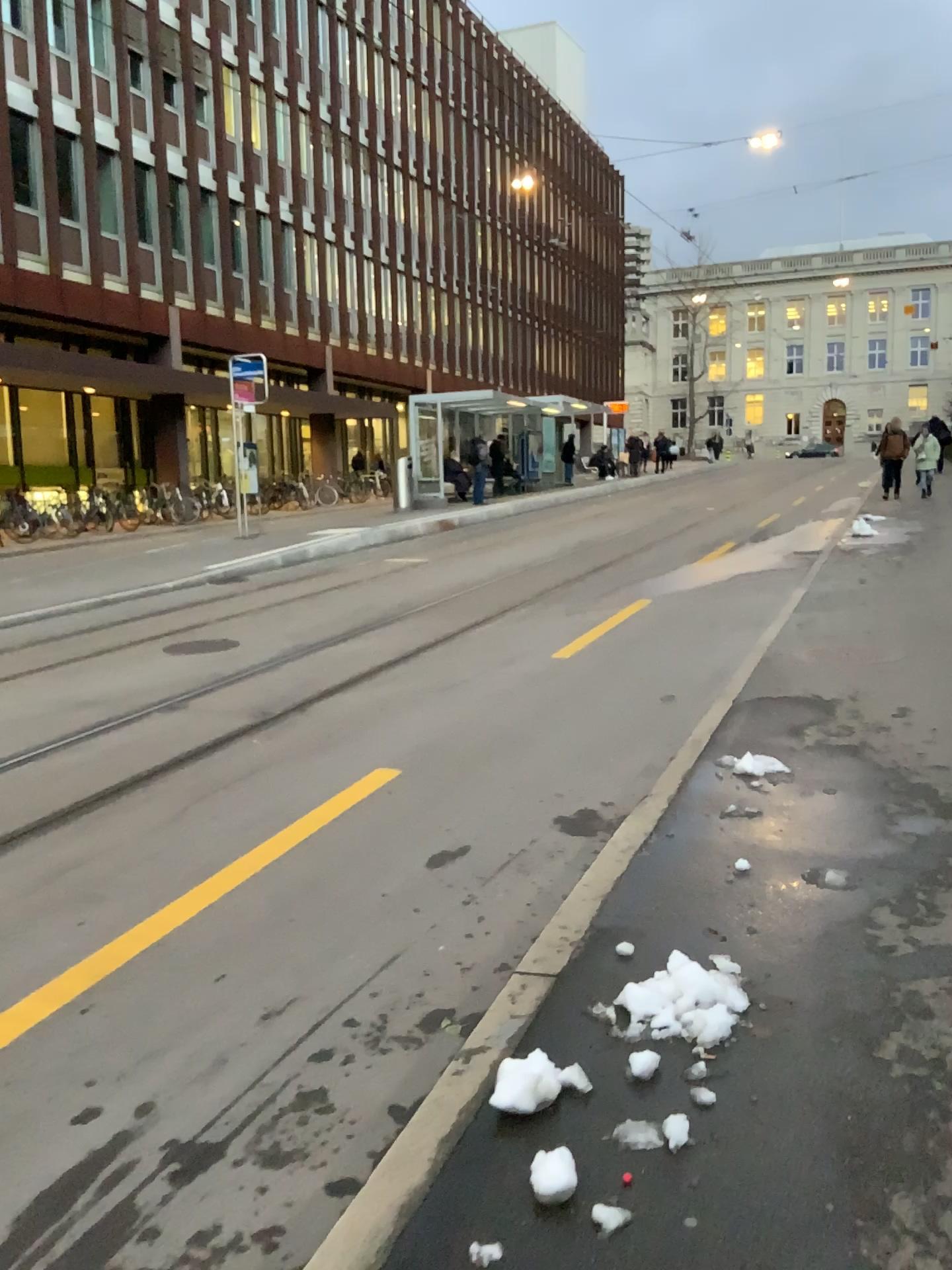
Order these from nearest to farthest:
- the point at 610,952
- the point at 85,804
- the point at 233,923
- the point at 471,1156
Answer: the point at 471,1156 → the point at 610,952 → the point at 233,923 → the point at 85,804

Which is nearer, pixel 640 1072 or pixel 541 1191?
pixel 541 1191

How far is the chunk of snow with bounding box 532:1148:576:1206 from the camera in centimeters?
216cm

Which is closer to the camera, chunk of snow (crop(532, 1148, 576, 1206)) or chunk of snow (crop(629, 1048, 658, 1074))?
chunk of snow (crop(532, 1148, 576, 1206))

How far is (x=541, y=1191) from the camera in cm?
216
